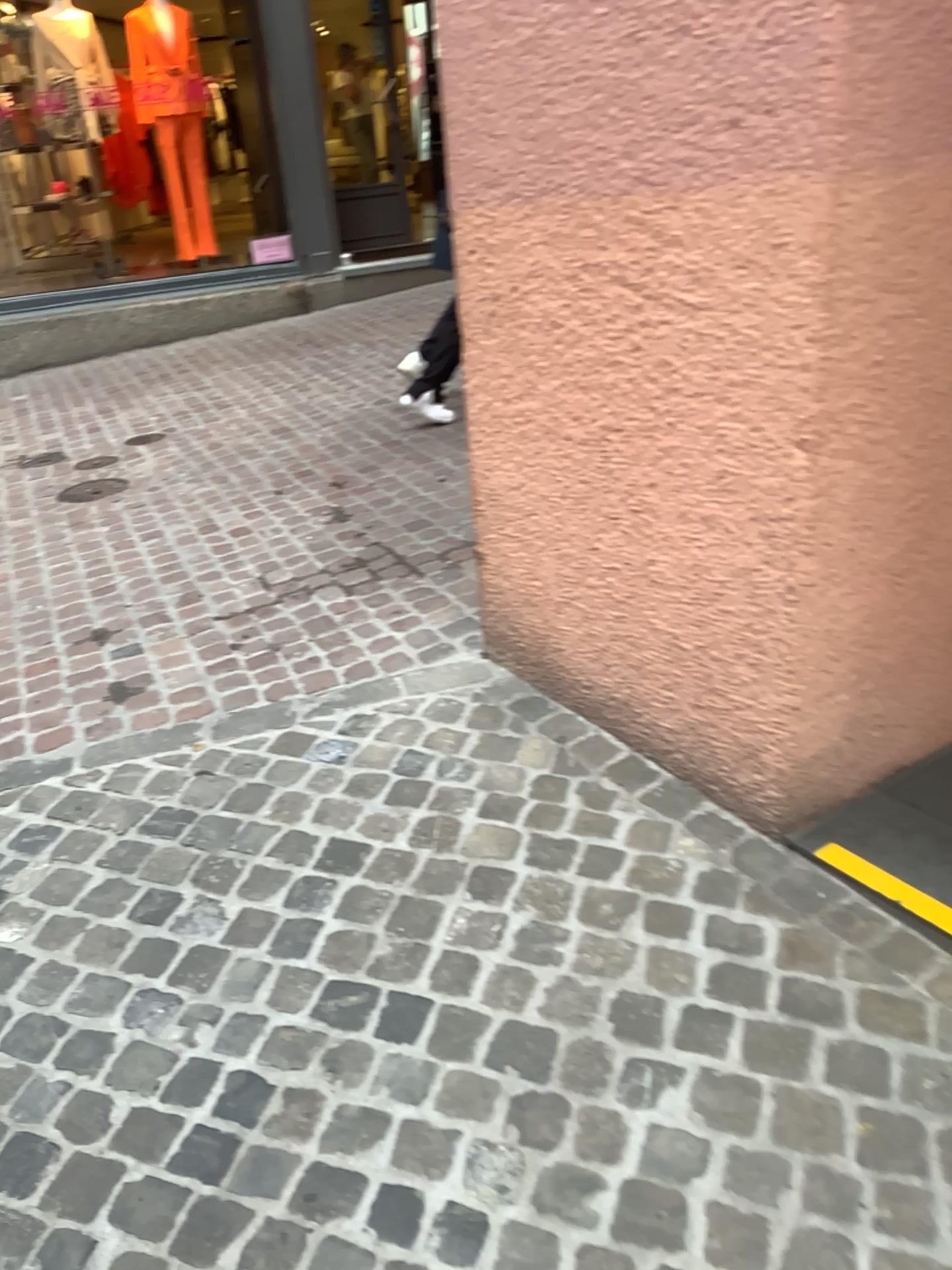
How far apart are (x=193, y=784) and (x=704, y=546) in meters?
1.2
